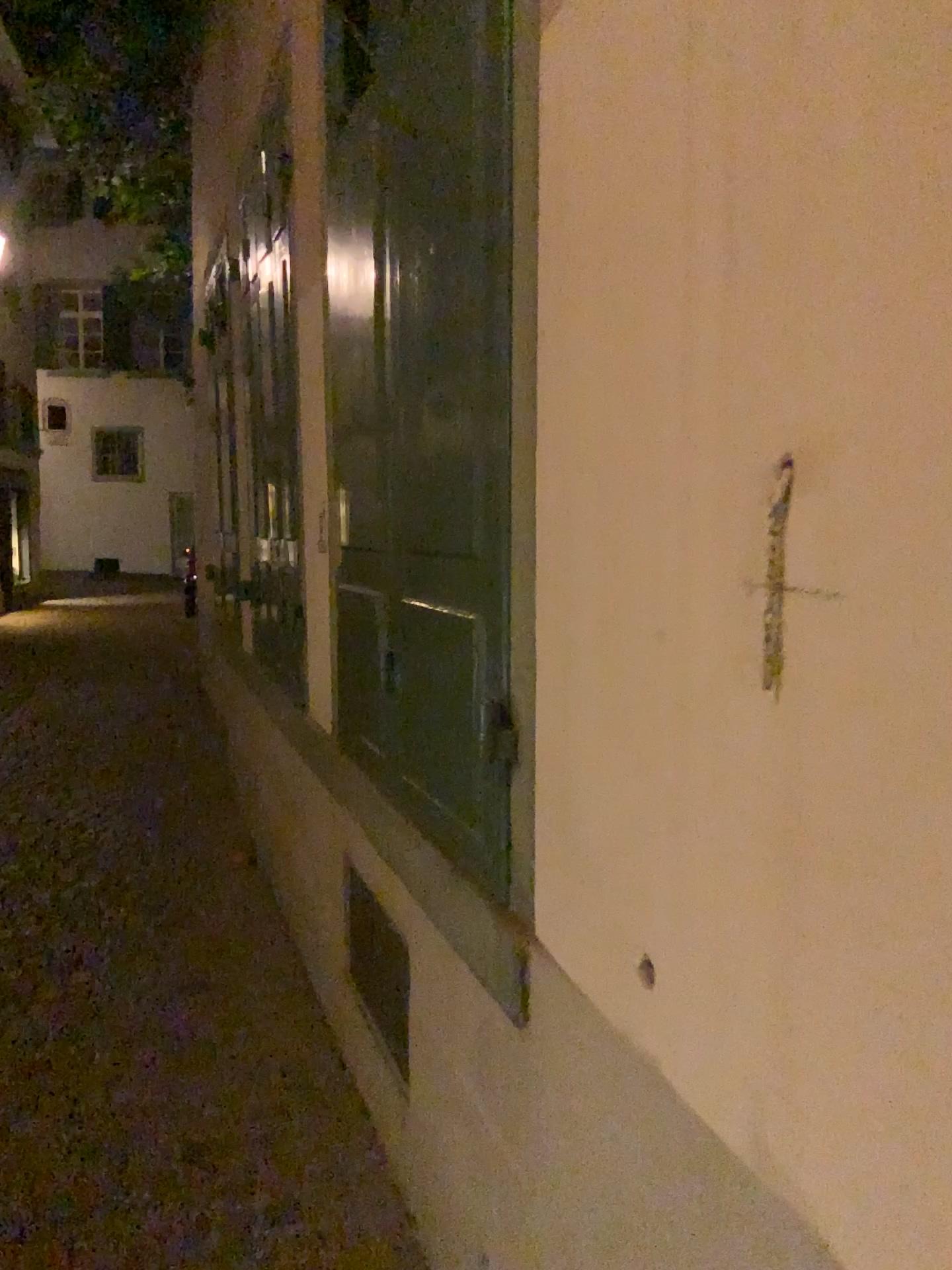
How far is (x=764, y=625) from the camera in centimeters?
98cm

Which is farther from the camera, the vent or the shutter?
the vent

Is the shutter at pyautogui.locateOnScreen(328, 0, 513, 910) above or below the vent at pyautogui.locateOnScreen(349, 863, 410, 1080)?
above

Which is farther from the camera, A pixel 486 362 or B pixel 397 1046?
B pixel 397 1046

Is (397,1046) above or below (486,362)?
below
